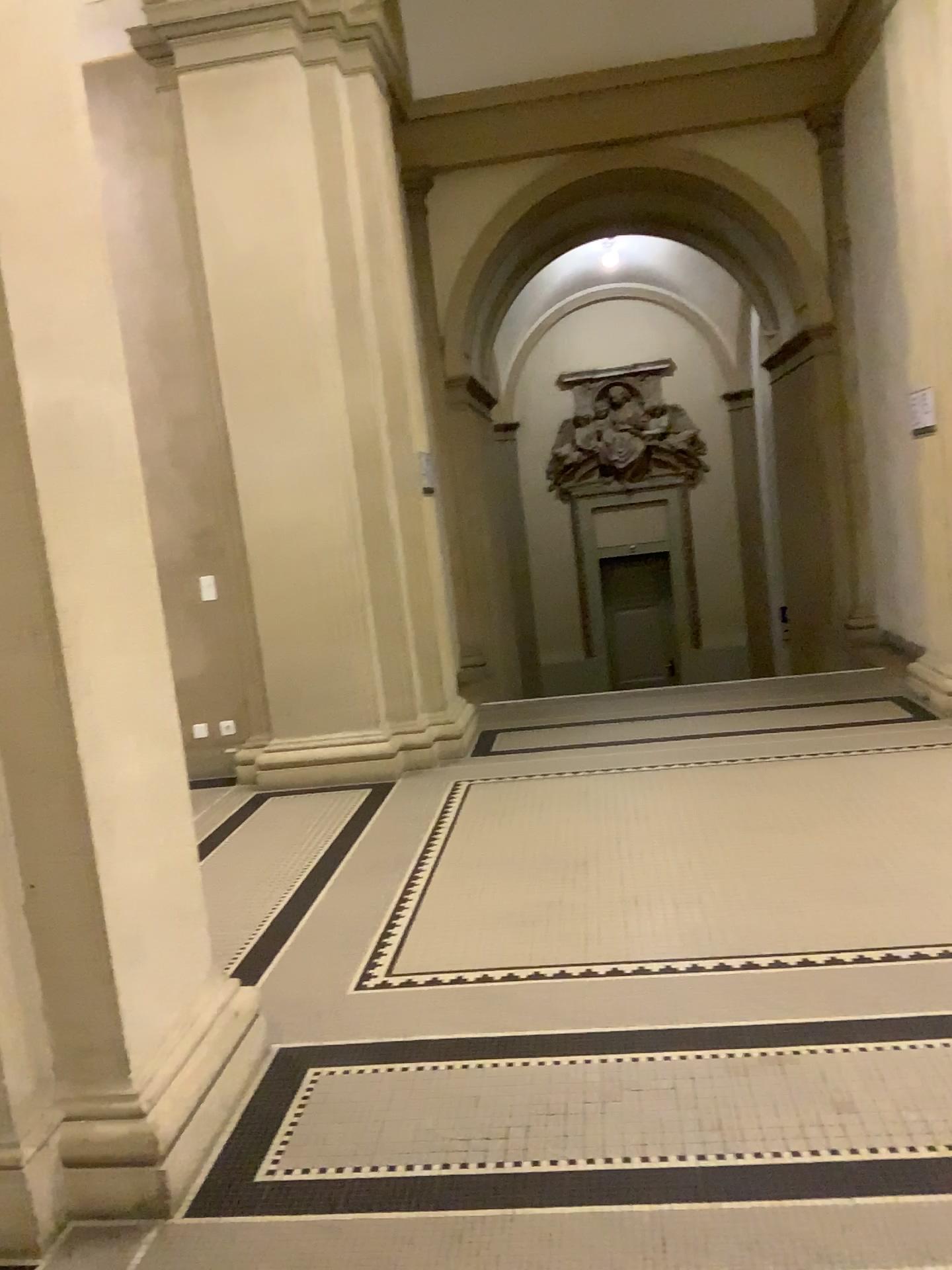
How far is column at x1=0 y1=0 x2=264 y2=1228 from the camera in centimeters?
223cm

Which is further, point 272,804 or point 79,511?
point 272,804

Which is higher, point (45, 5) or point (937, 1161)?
point (45, 5)

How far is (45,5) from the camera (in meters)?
2.23
